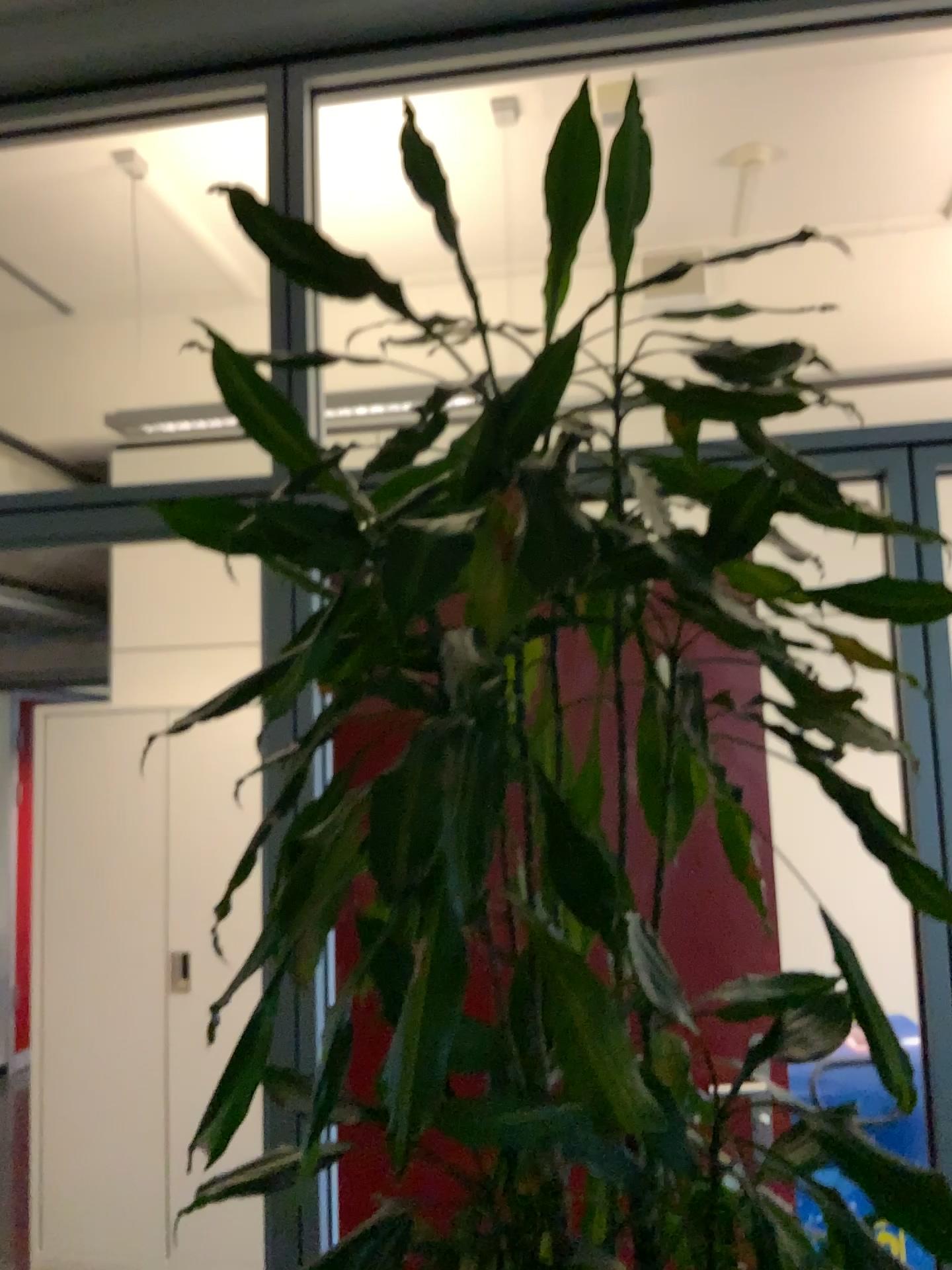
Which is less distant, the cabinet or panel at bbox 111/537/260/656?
the cabinet

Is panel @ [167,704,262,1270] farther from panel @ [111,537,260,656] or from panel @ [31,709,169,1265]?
panel @ [111,537,260,656]

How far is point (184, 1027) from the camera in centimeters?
Result: 351cm

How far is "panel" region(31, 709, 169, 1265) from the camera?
3.53m

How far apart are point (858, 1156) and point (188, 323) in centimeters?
402cm

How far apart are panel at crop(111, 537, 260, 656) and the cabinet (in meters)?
0.45

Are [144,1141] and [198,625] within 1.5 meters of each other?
no

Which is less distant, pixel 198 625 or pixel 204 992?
pixel 204 992

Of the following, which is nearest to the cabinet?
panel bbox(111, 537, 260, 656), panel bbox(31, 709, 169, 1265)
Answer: → panel bbox(31, 709, 169, 1265)

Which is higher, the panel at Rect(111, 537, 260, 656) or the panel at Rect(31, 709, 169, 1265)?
the panel at Rect(111, 537, 260, 656)
